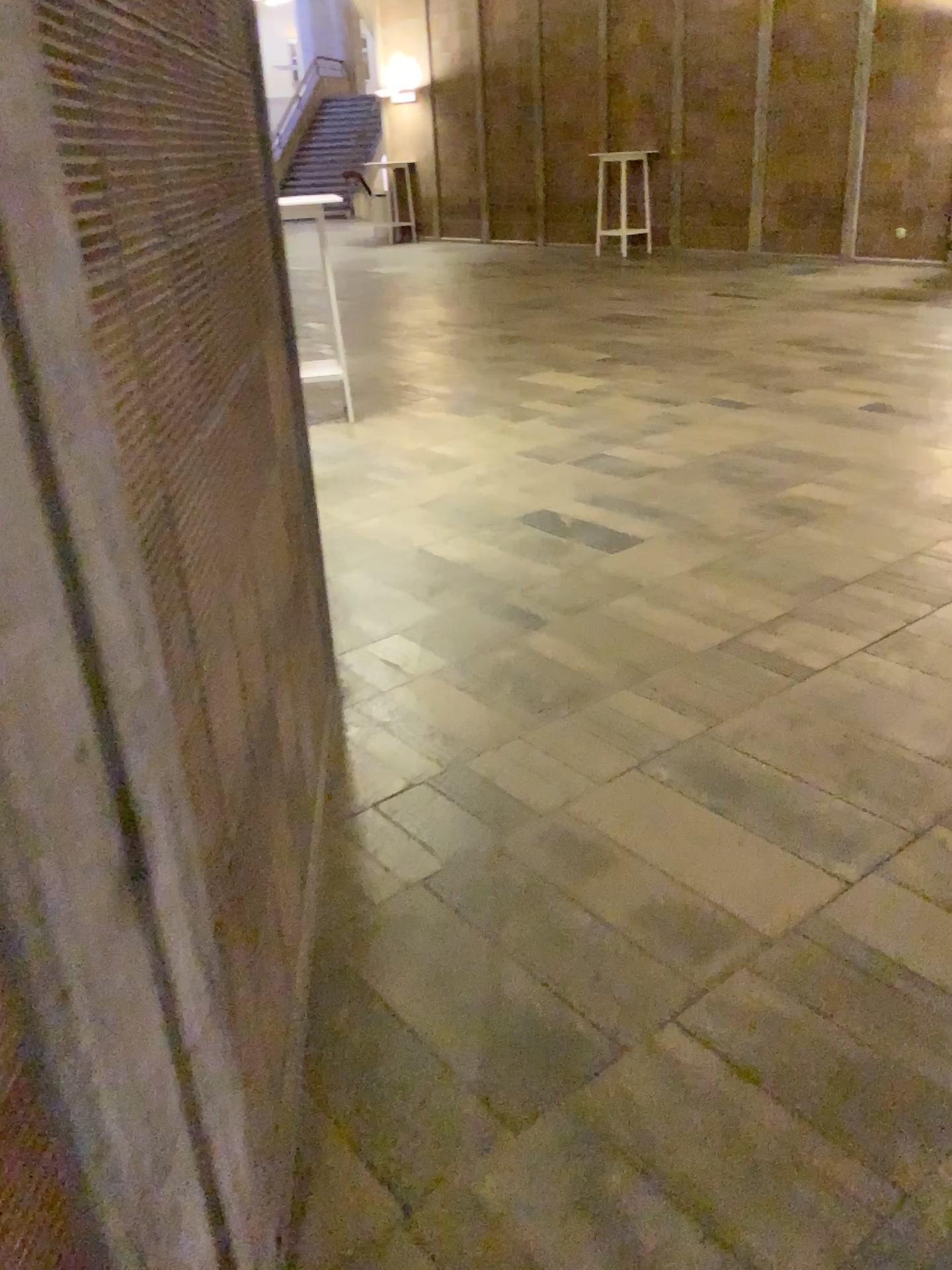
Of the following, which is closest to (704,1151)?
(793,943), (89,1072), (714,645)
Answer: (793,943)
